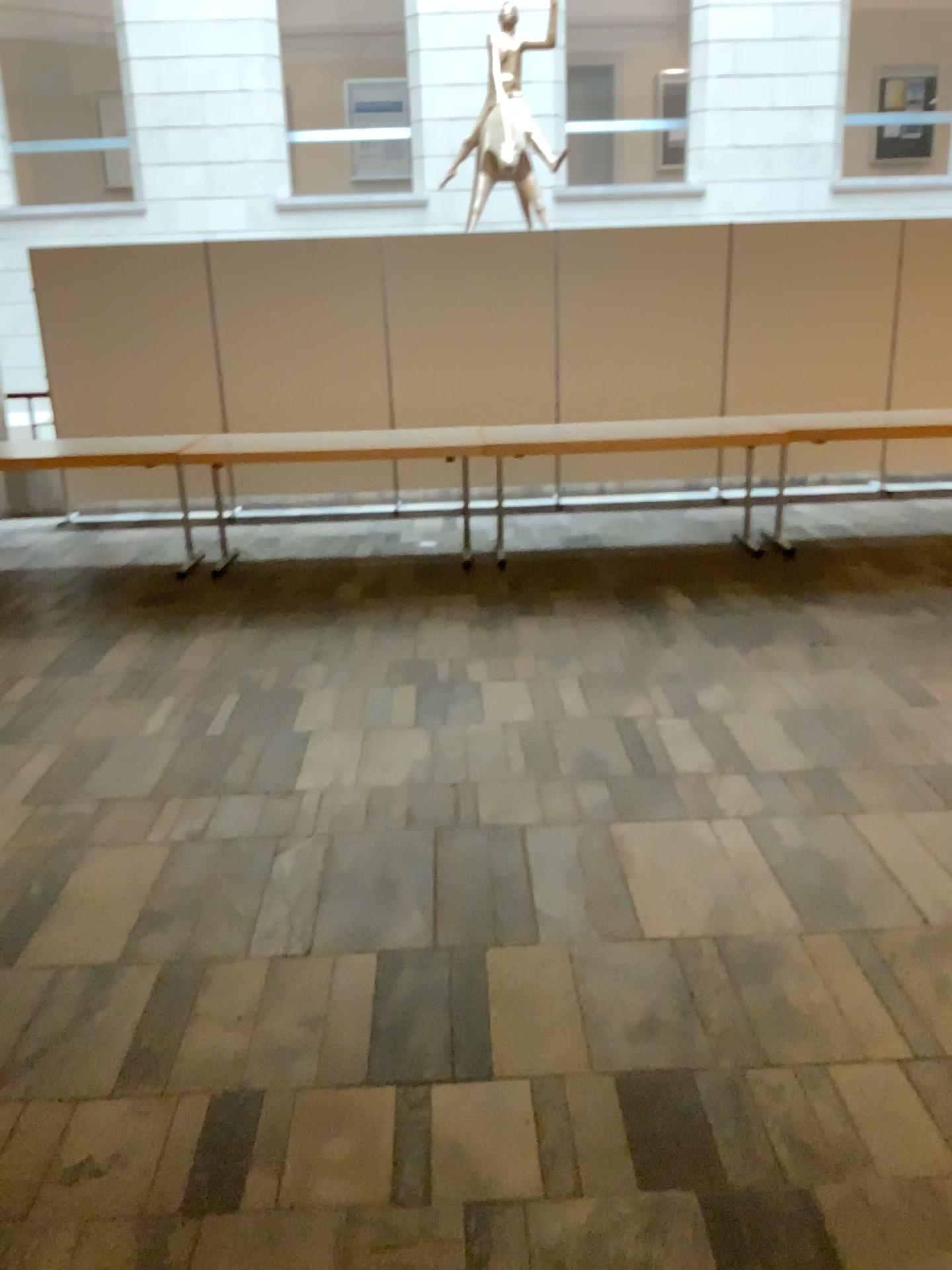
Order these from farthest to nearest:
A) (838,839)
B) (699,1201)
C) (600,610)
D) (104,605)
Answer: (104,605)
(600,610)
(838,839)
(699,1201)
